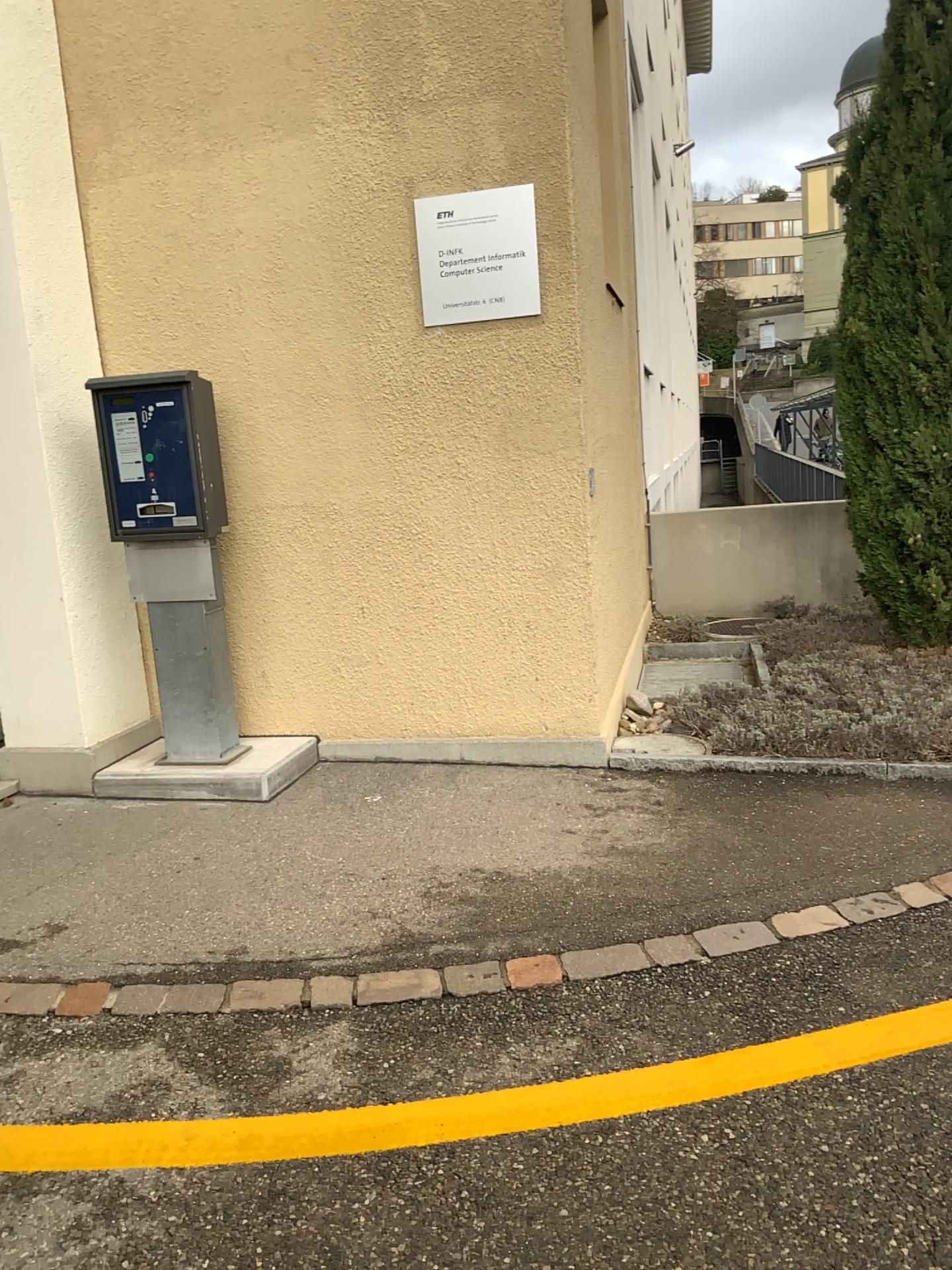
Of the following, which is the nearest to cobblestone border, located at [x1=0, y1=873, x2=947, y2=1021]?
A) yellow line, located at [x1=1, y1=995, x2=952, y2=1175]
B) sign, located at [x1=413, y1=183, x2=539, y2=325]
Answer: yellow line, located at [x1=1, y1=995, x2=952, y2=1175]

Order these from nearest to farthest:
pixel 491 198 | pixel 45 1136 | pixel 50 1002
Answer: pixel 45 1136 < pixel 50 1002 < pixel 491 198

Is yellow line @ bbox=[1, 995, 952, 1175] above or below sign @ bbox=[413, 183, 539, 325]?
below

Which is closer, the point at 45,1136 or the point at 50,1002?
the point at 45,1136

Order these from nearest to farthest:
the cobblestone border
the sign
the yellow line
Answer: the yellow line < the cobblestone border < the sign

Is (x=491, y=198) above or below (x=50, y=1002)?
above

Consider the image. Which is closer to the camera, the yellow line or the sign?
the yellow line

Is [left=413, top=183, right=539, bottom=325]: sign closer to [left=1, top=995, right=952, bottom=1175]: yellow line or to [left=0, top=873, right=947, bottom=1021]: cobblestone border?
[left=0, top=873, right=947, bottom=1021]: cobblestone border

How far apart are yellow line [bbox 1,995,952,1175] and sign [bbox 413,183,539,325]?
3.0 meters

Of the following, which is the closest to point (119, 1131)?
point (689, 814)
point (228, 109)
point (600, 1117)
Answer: point (600, 1117)
